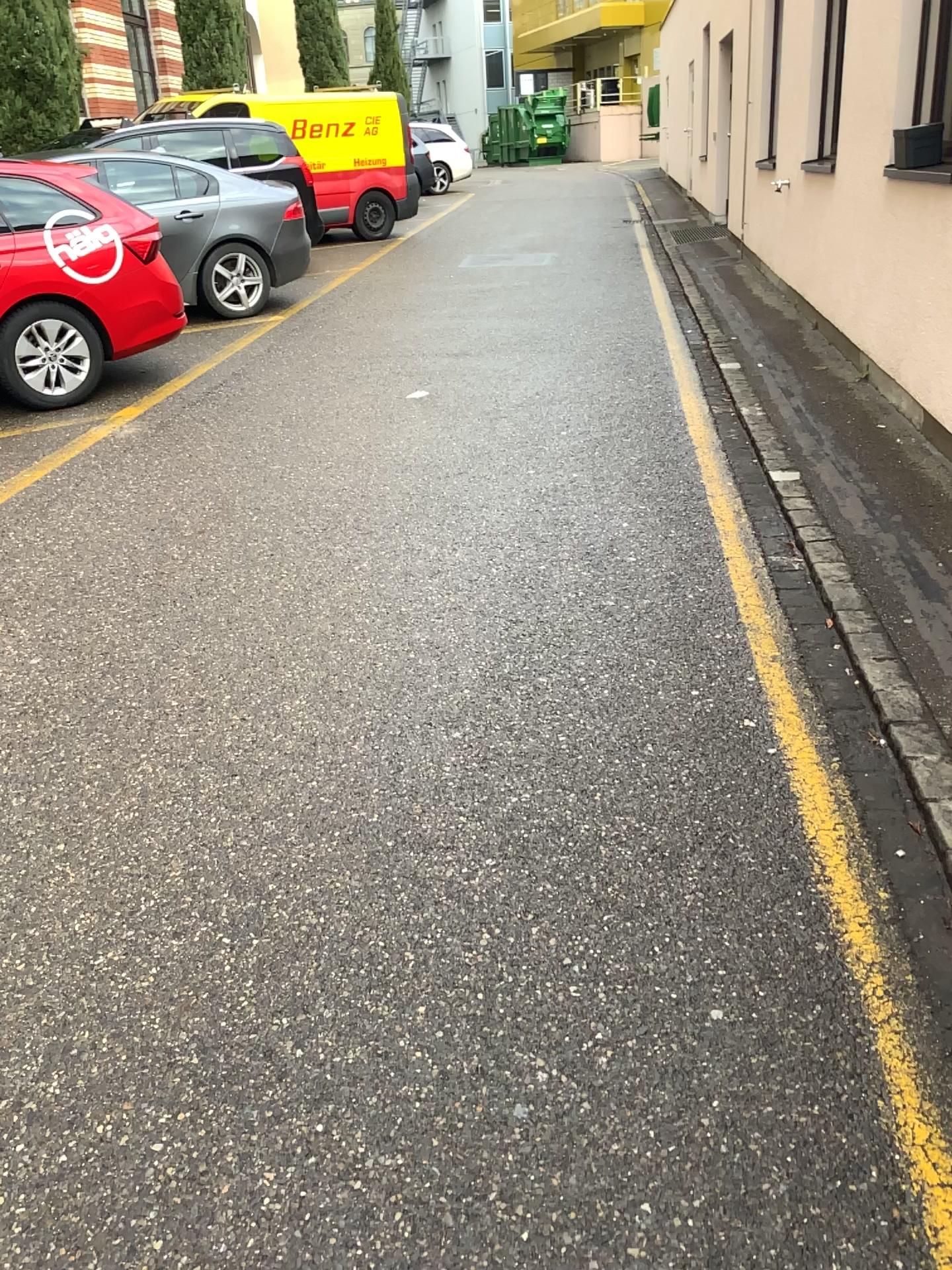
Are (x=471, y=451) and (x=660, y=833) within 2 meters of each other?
no
